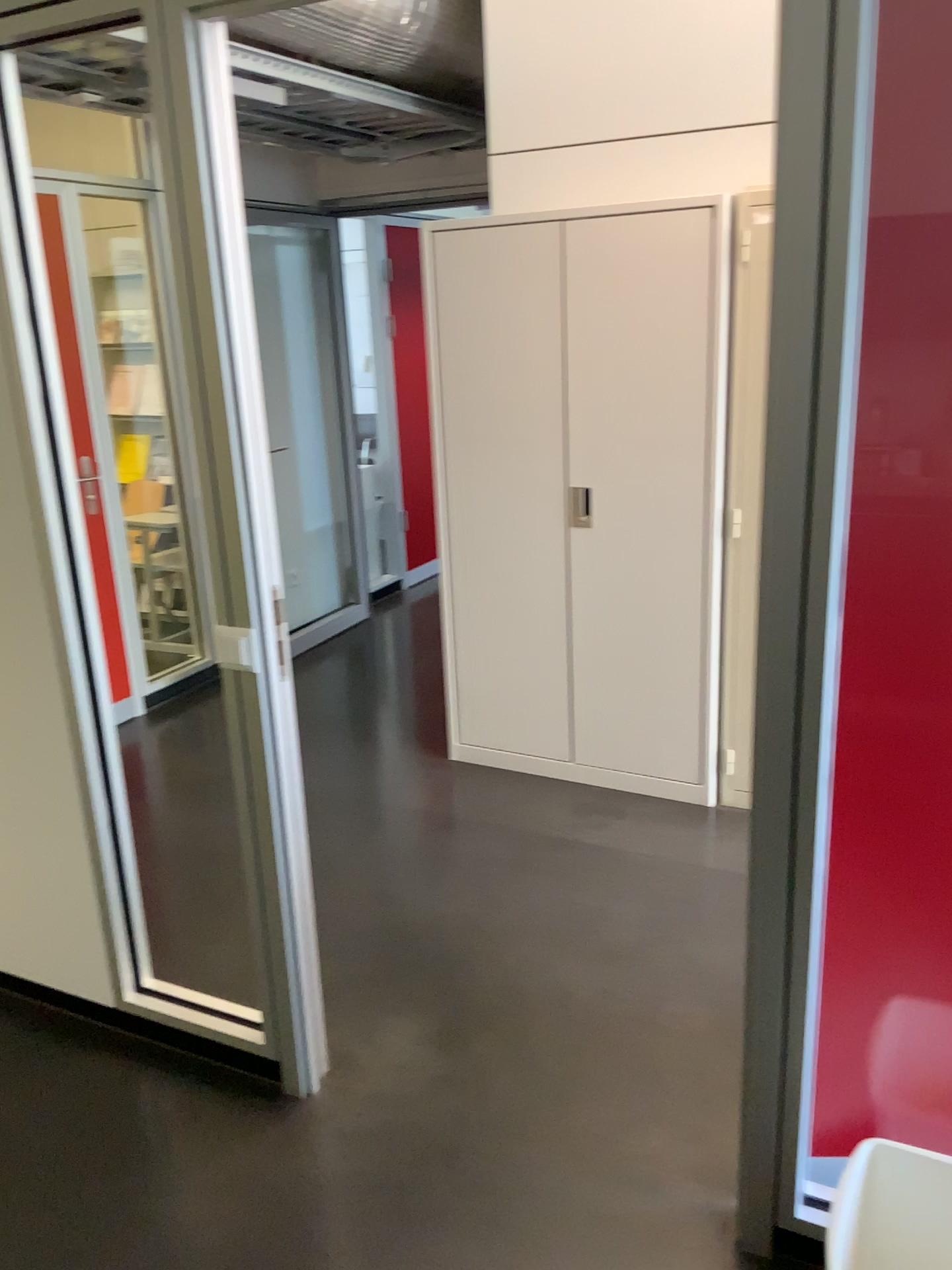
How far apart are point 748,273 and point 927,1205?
2.4m

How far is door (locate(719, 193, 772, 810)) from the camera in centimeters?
309cm

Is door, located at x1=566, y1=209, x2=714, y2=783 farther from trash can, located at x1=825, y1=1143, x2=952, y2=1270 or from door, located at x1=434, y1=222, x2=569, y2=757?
trash can, located at x1=825, y1=1143, x2=952, y2=1270

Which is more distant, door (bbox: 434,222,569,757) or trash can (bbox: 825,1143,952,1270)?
door (bbox: 434,222,569,757)

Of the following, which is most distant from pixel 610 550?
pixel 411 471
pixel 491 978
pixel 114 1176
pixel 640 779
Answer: pixel 411 471

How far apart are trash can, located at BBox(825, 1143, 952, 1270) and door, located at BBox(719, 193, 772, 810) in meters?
1.5 m

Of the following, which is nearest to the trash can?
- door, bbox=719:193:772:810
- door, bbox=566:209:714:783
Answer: door, bbox=719:193:772:810

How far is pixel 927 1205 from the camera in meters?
1.7

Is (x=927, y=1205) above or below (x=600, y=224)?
below

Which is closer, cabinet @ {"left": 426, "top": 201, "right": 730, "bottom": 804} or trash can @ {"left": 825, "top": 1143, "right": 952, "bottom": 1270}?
trash can @ {"left": 825, "top": 1143, "right": 952, "bottom": 1270}
